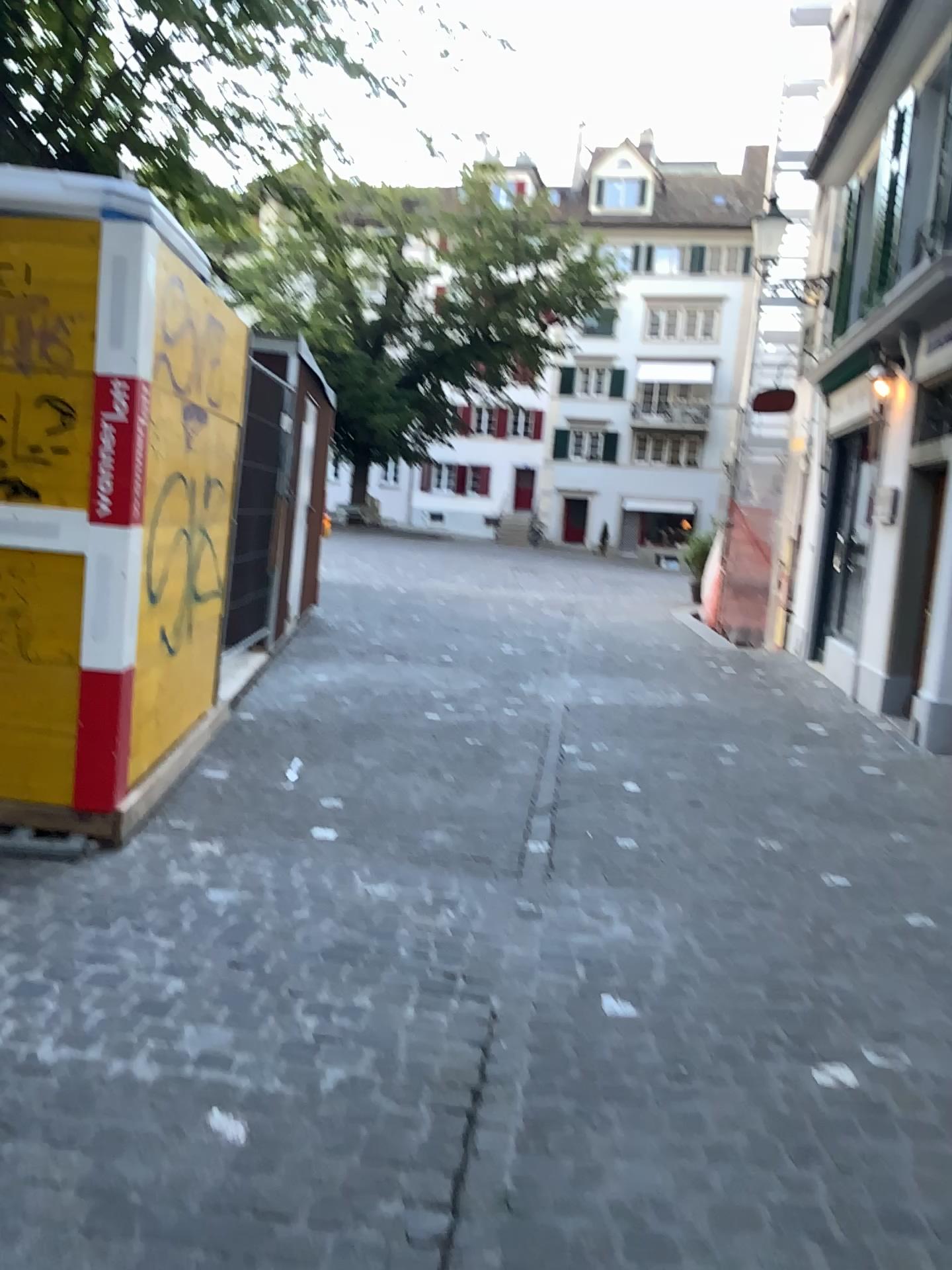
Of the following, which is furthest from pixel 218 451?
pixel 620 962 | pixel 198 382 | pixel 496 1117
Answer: pixel 496 1117
